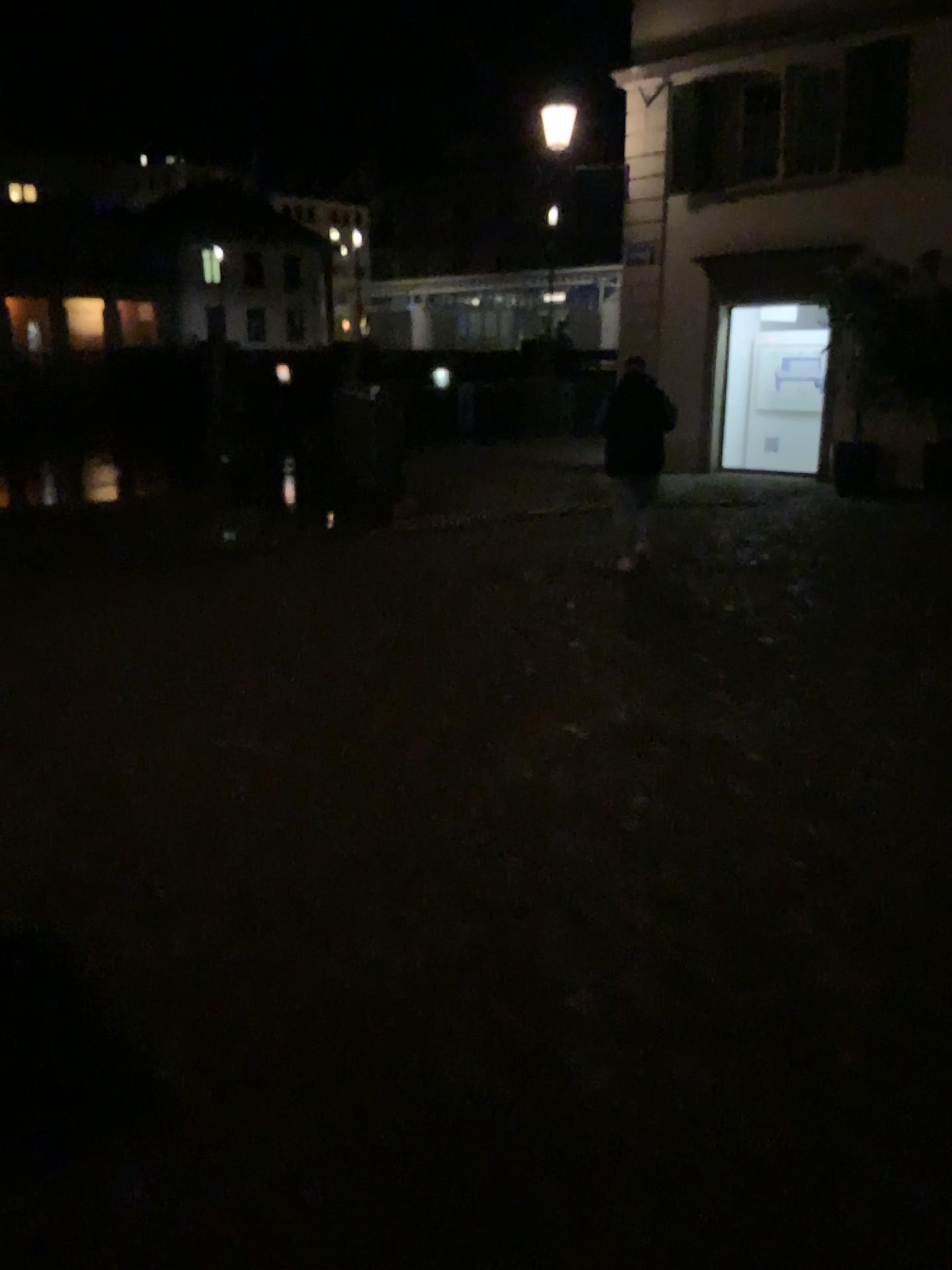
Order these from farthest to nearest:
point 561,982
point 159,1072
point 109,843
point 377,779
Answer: point 377,779, point 109,843, point 561,982, point 159,1072
